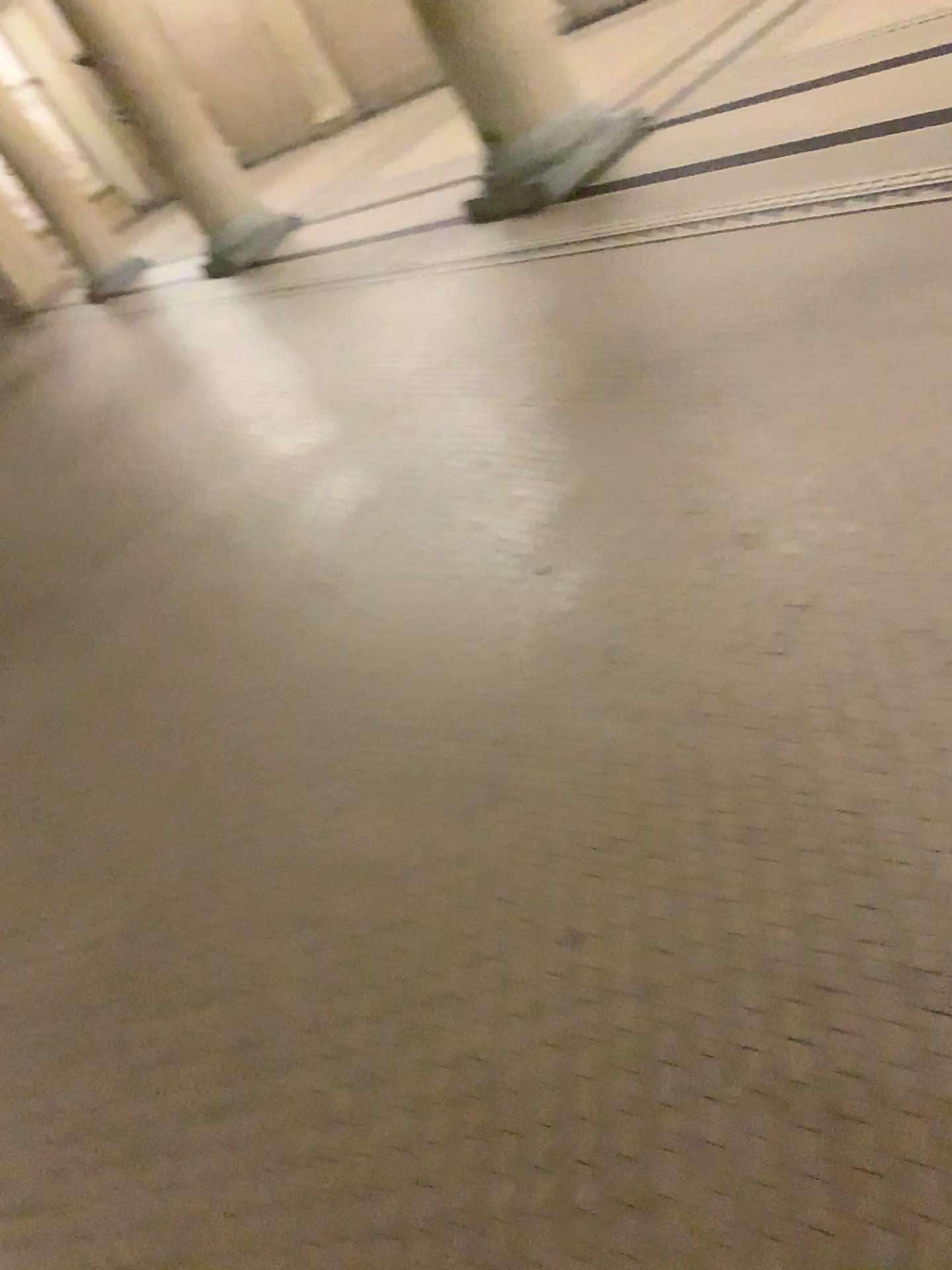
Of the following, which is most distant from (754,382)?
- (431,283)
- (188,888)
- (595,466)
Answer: (431,283)
